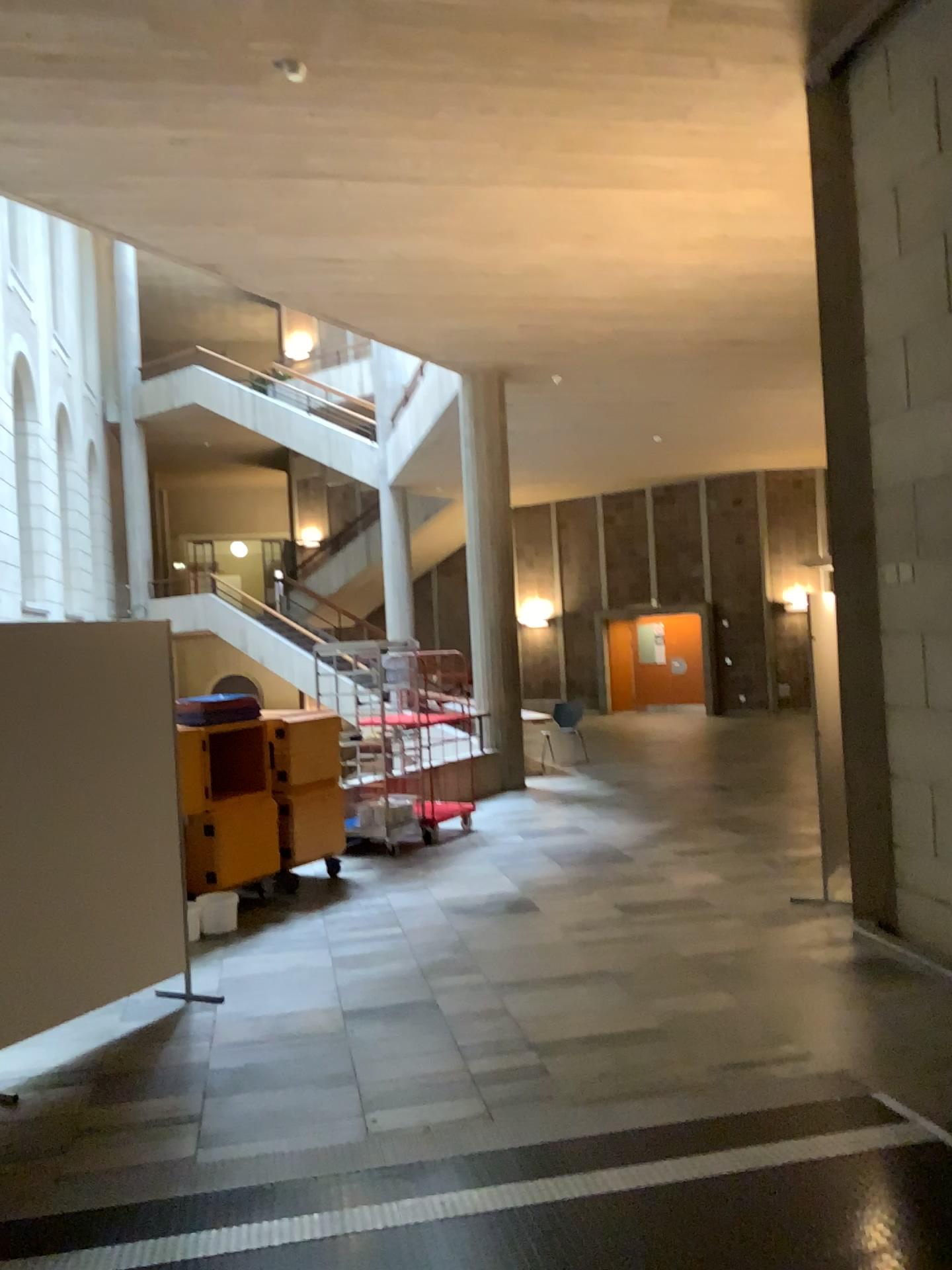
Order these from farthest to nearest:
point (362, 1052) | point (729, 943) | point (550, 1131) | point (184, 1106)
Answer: point (729, 943) < point (362, 1052) < point (184, 1106) < point (550, 1131)
